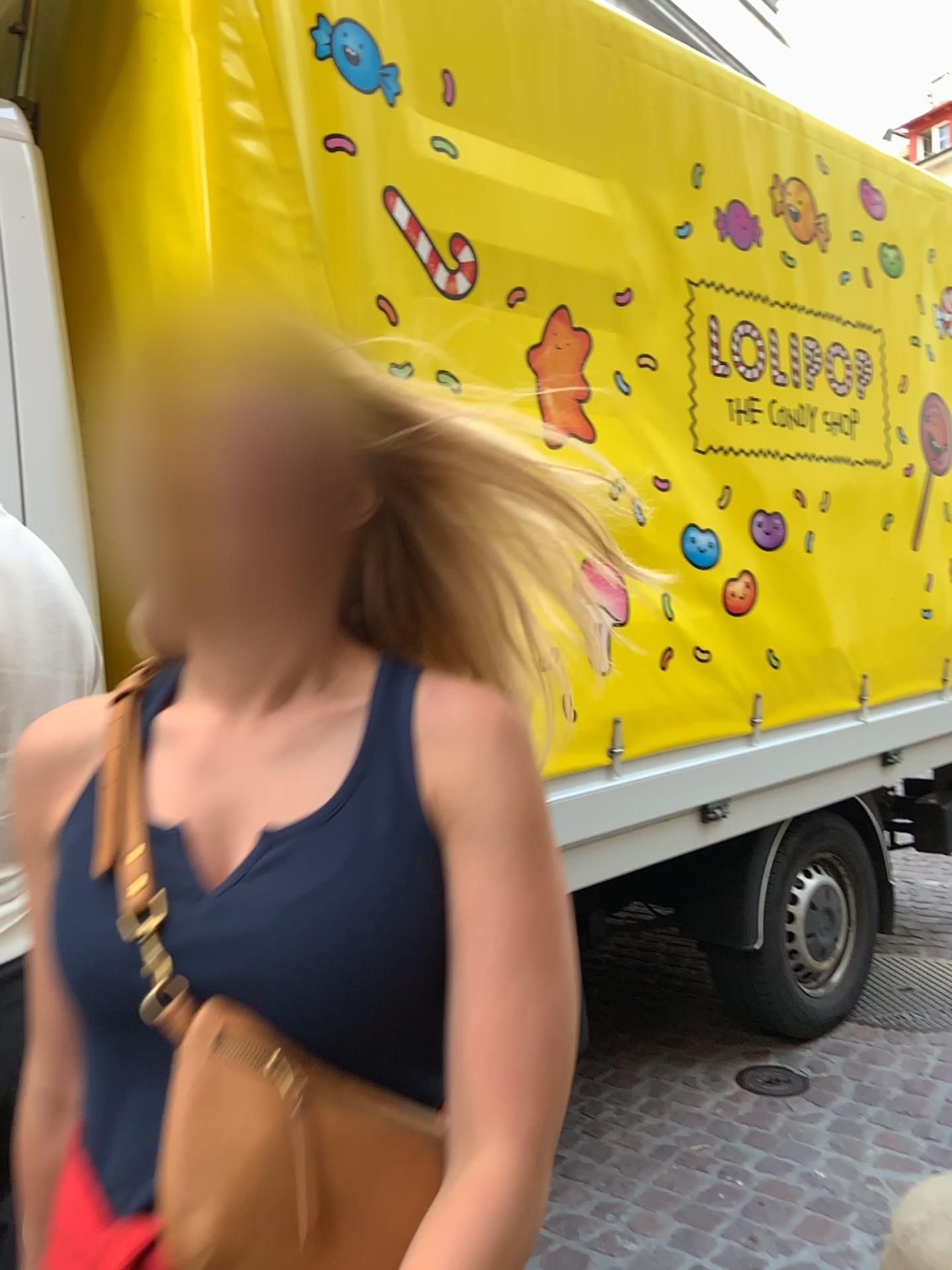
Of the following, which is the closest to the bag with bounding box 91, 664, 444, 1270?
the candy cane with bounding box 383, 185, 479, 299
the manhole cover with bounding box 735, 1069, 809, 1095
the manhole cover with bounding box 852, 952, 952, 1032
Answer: the candy cane with bounding box 383, 185, 479, 299

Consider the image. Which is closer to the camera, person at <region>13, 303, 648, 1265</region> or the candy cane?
person at <region>13, 303, 648, 1265</region>

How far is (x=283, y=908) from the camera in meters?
0.7

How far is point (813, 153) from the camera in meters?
3.1 m

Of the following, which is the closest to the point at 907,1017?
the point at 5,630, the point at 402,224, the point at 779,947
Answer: the point at 779,947

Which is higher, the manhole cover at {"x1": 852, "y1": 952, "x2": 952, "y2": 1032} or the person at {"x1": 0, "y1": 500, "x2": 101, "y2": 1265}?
the person at {"x1": 0, "y1": 500, "x2": 101, "y2": 1265}

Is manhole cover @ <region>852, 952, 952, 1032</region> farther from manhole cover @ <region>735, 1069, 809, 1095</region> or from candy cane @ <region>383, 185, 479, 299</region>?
candy cane @ <region>383, 185, 479, 299</region>

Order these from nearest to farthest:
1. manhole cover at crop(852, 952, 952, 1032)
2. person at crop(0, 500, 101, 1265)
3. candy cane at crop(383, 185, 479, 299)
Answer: person at crop(0, 500, 101, 1265) < candy cane at crop(383, 185, 479, 299) < manhole cover at crop(852, 952, 952, 1032)

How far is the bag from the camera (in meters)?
0.63

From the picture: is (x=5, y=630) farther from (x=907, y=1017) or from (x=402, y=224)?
(x=907, y=1017)
